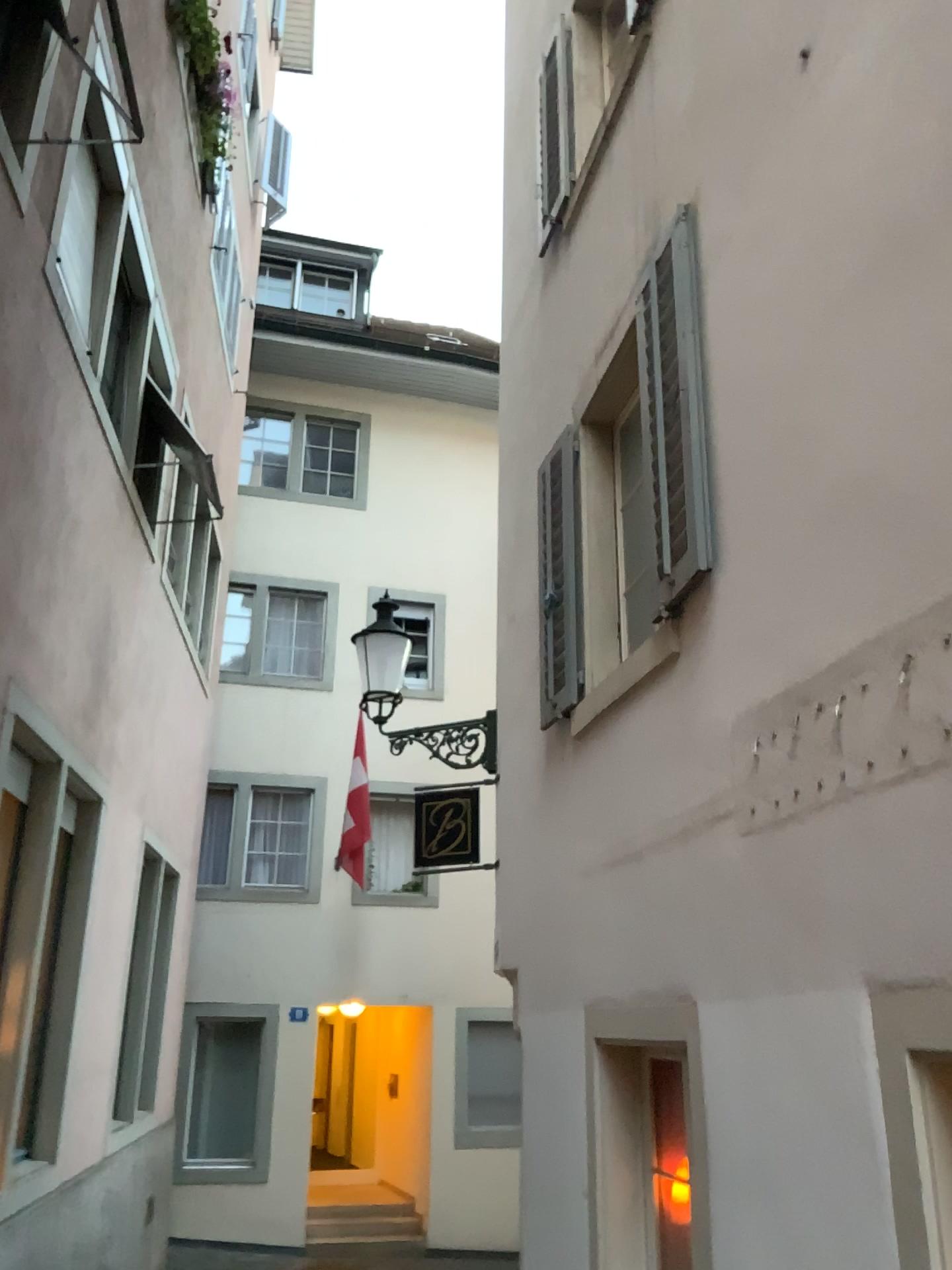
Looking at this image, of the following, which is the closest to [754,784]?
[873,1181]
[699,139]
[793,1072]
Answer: [793,1072]
